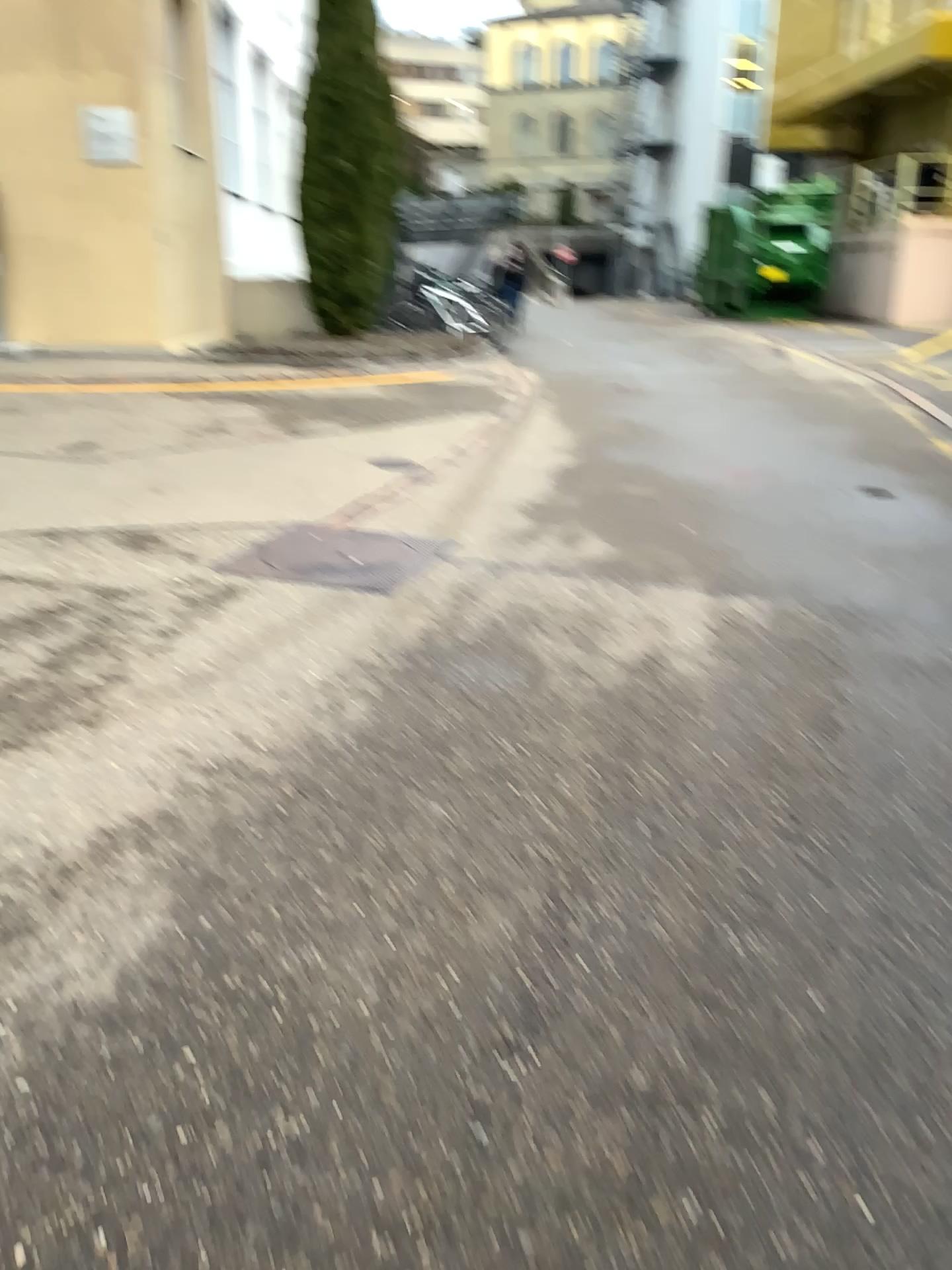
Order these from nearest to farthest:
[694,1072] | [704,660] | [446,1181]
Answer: [446,1181] → [694,1072] → [704,660]
